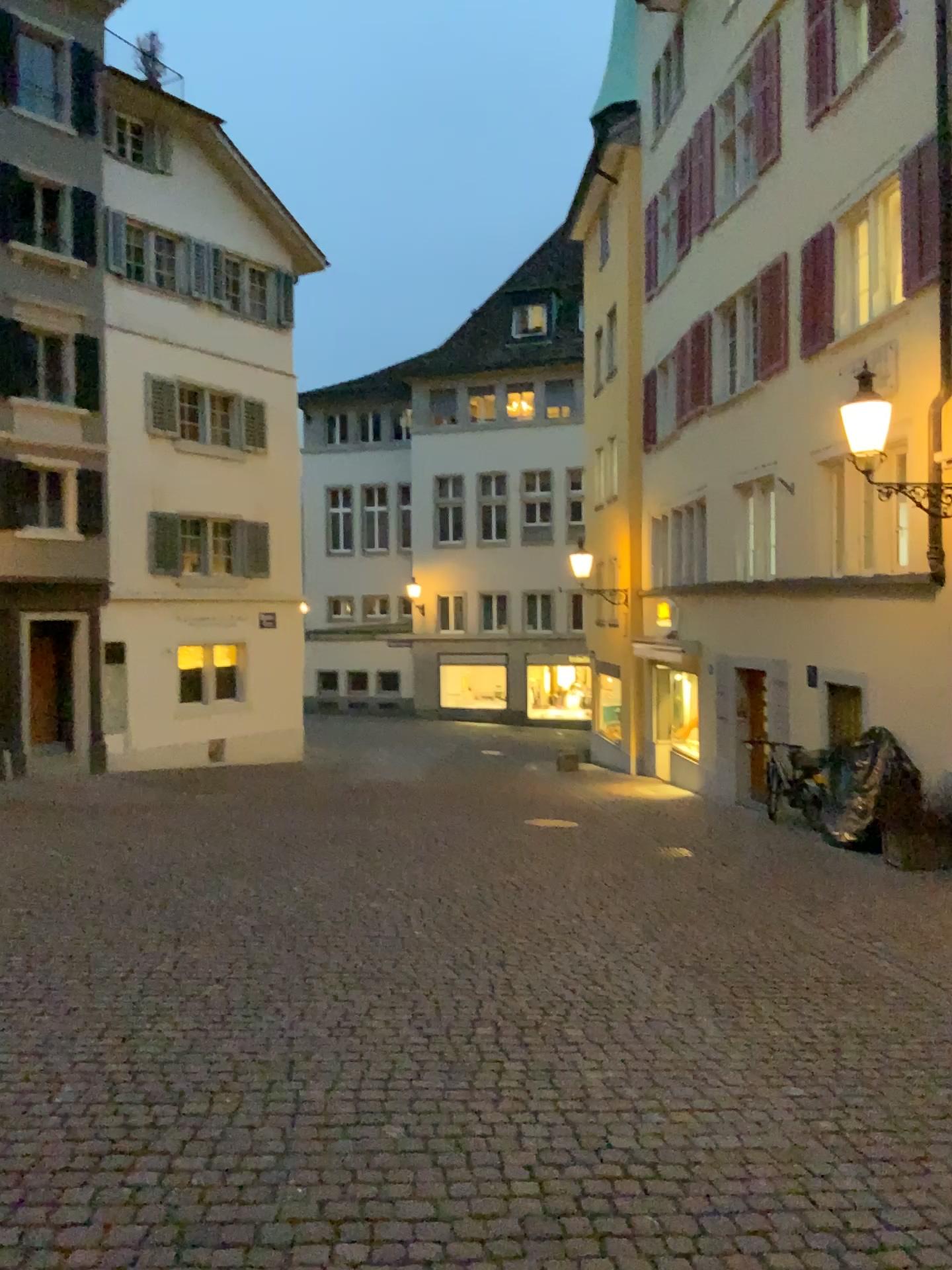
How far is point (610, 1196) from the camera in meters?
3.1 m
